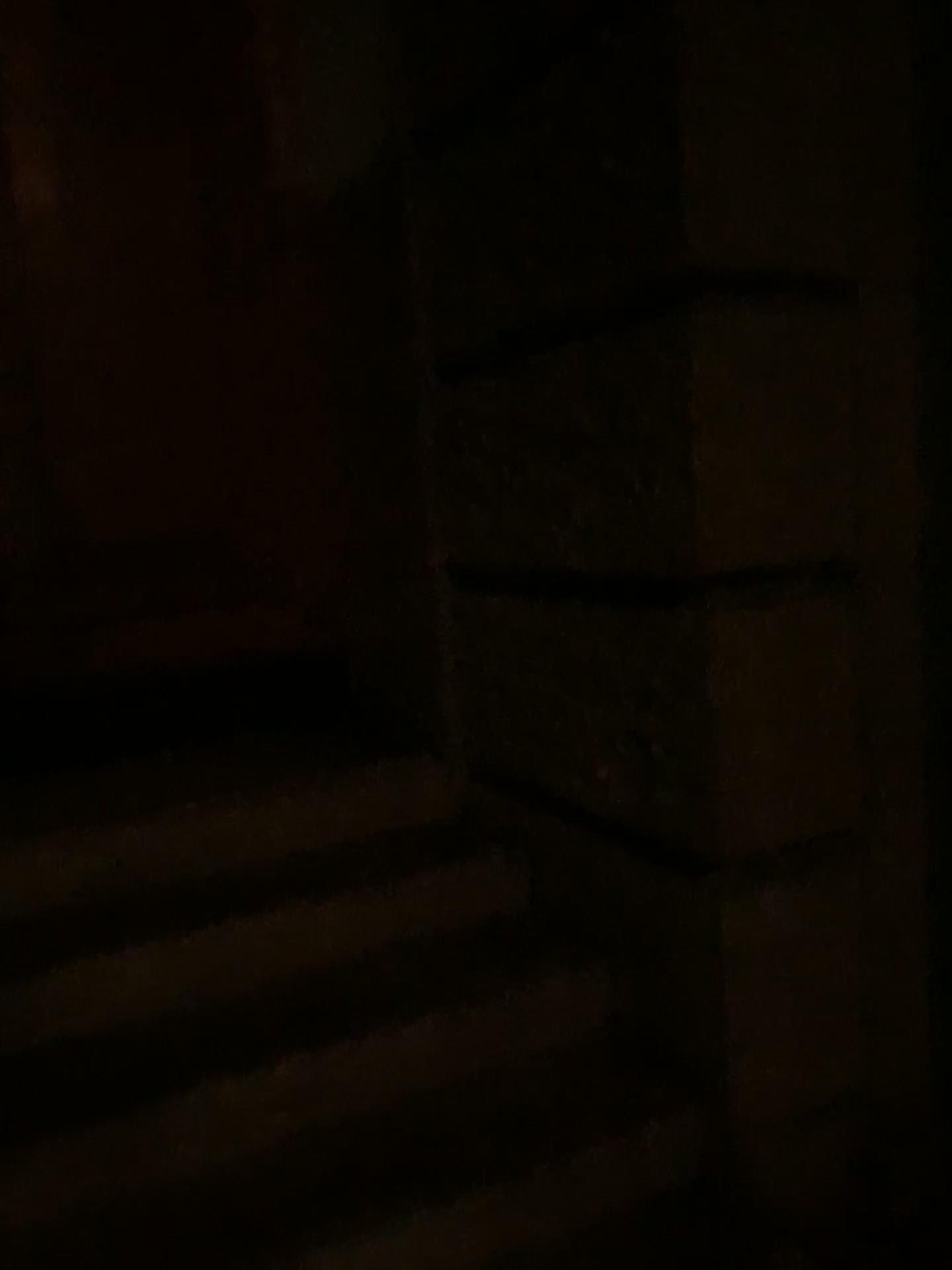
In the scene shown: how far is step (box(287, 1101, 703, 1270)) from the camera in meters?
1.7 m

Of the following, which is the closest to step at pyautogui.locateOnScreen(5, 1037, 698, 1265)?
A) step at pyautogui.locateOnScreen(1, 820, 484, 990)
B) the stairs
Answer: the stairs

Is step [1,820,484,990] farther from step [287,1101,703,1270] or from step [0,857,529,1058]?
step [287,1101,703,1270]

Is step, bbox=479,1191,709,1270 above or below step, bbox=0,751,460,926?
below

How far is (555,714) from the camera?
2.29m

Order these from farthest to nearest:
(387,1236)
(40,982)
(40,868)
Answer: (40,868) → (40,982) → (387,1236)

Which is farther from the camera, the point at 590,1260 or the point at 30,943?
the point at 30,943

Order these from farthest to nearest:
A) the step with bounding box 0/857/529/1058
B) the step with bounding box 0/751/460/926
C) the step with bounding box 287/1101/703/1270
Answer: the step with bounding box 0/751/460/926, the step with bounding box 0/857/529/1058, the step with bounding box 287/1101/703/1270

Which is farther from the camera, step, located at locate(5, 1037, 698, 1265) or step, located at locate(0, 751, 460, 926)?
step, located at locate(0, 751, 460, 926)

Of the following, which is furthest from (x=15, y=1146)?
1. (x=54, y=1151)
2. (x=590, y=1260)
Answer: (x=590, y=1260)
